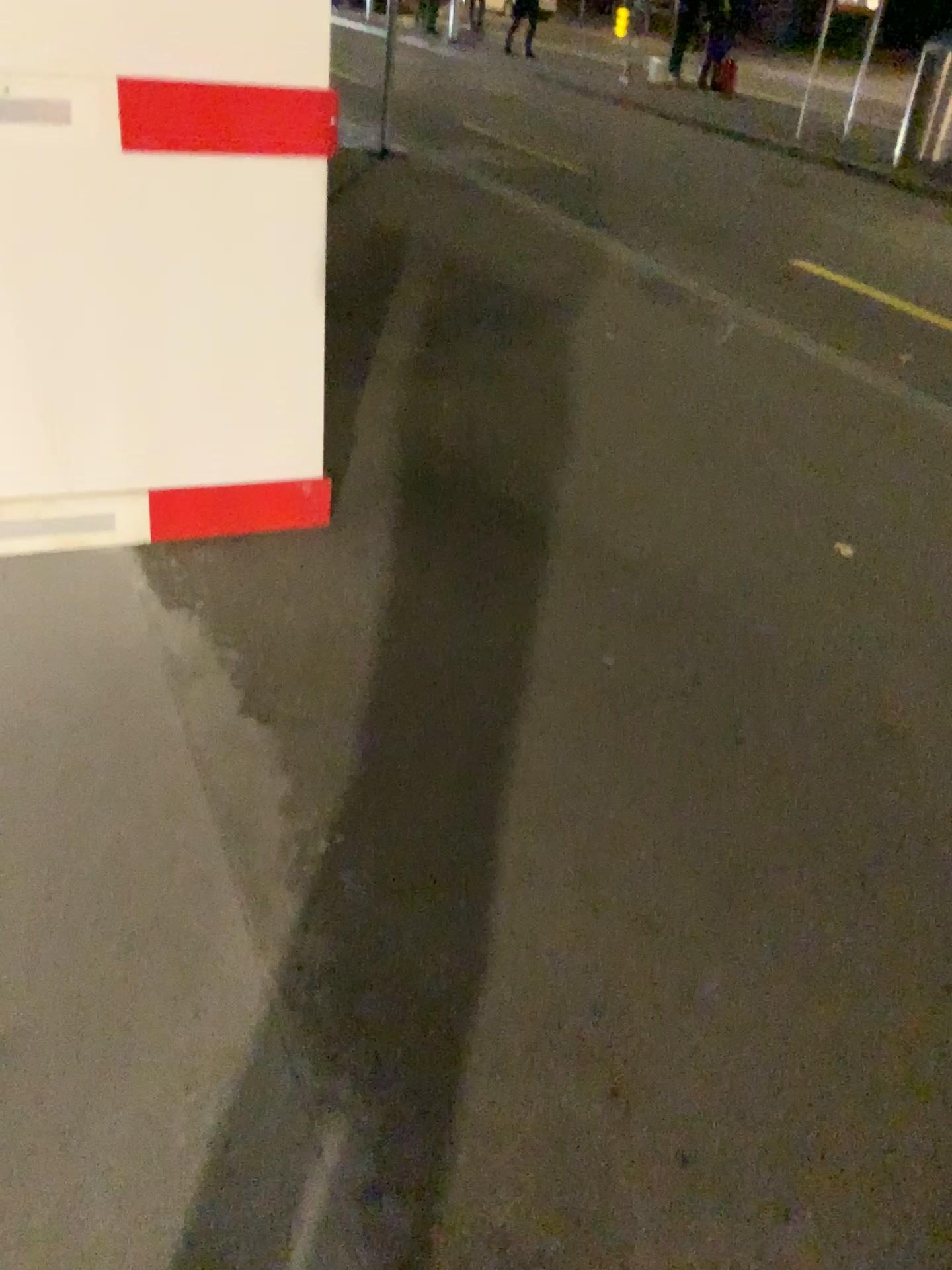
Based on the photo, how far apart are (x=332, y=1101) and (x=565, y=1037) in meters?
0.4
